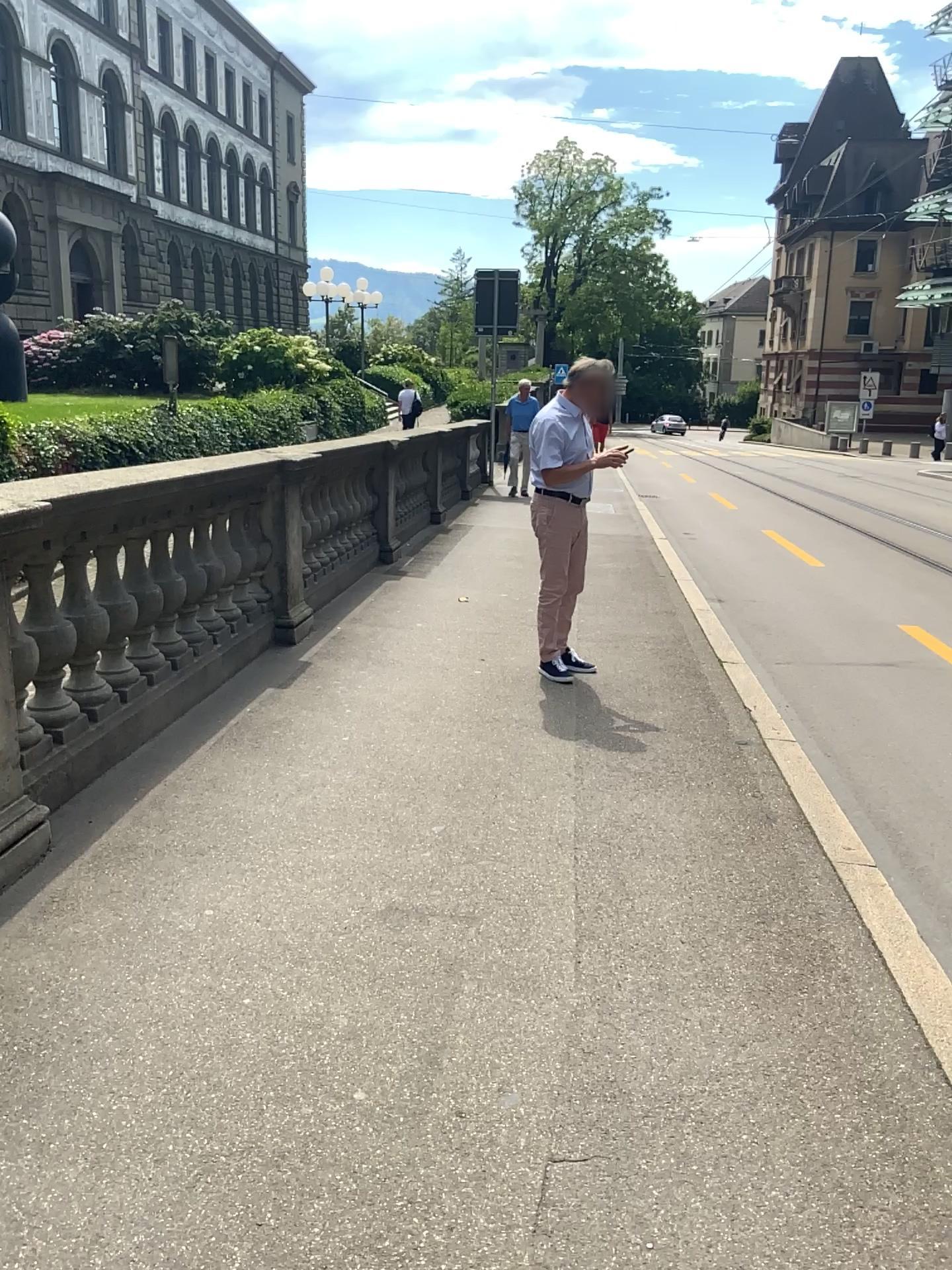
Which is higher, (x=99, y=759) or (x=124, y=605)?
(x=124, y=605)
